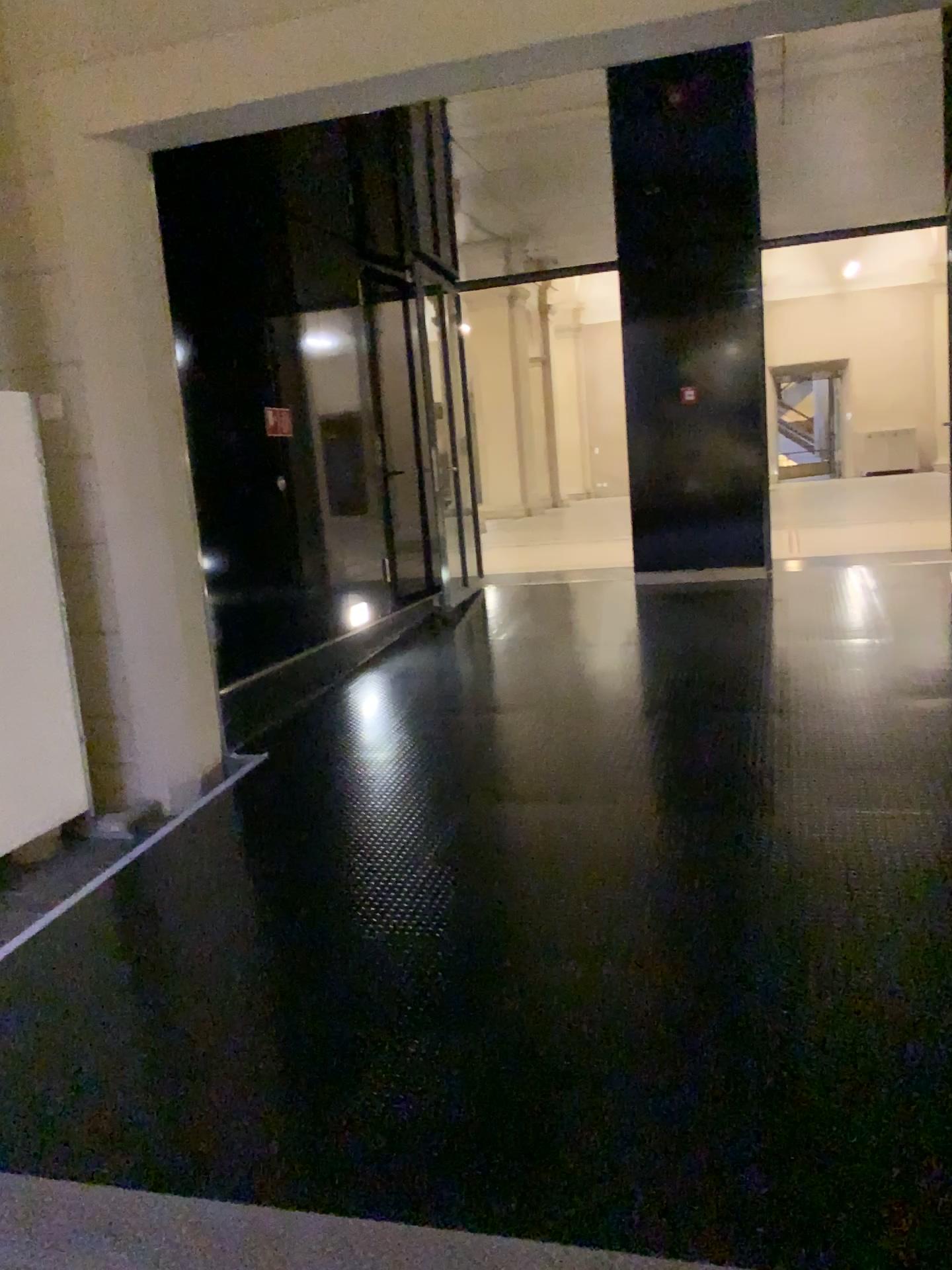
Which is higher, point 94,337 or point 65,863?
point 94,337

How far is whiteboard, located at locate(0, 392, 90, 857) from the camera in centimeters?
422cm

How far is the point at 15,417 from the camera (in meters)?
4.22
